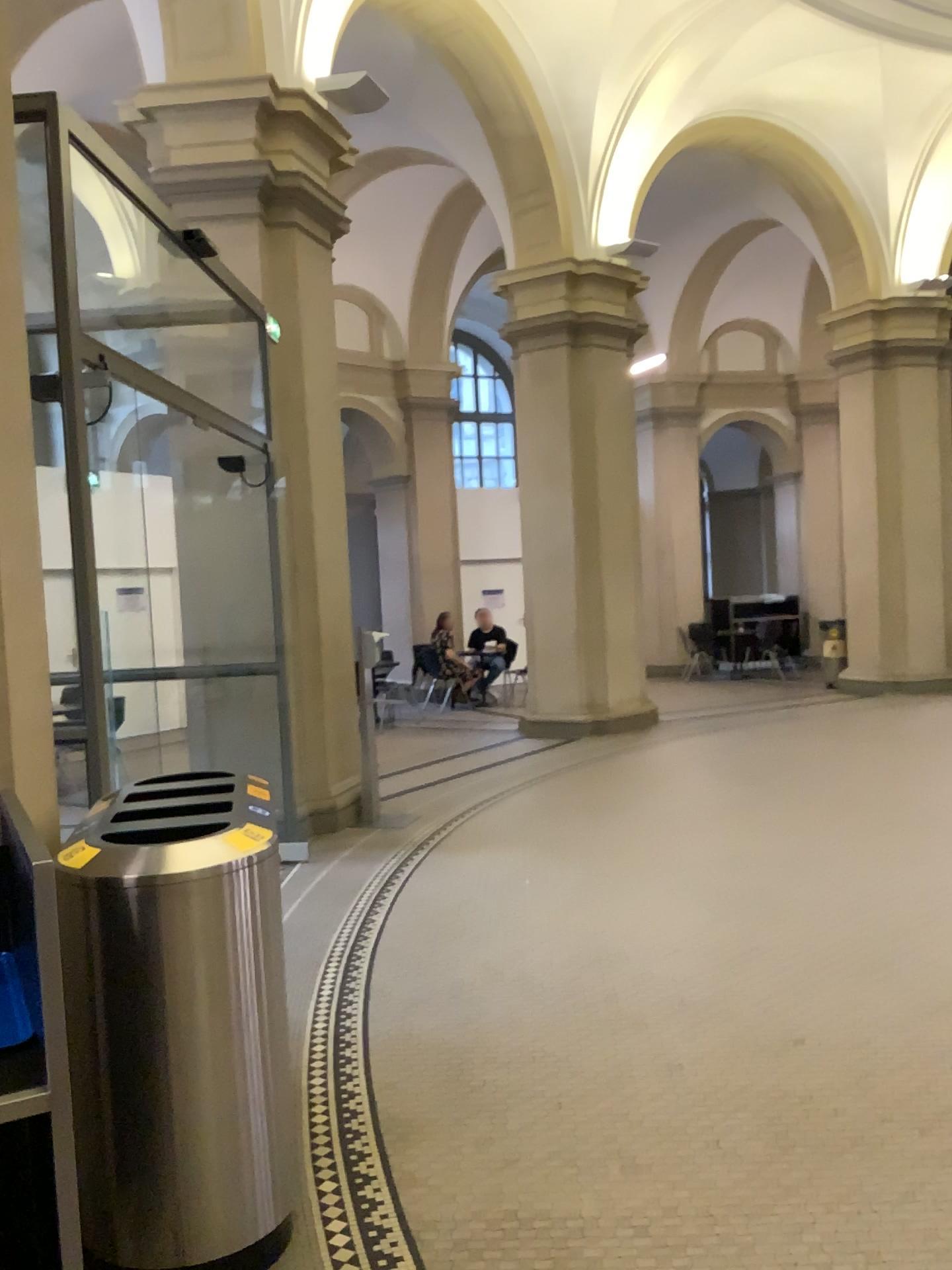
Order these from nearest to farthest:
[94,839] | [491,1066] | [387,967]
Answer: [94,839]
[491,1066]
[387,967]

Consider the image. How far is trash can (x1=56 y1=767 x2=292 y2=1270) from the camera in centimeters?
231cm

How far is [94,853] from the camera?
2.31m
